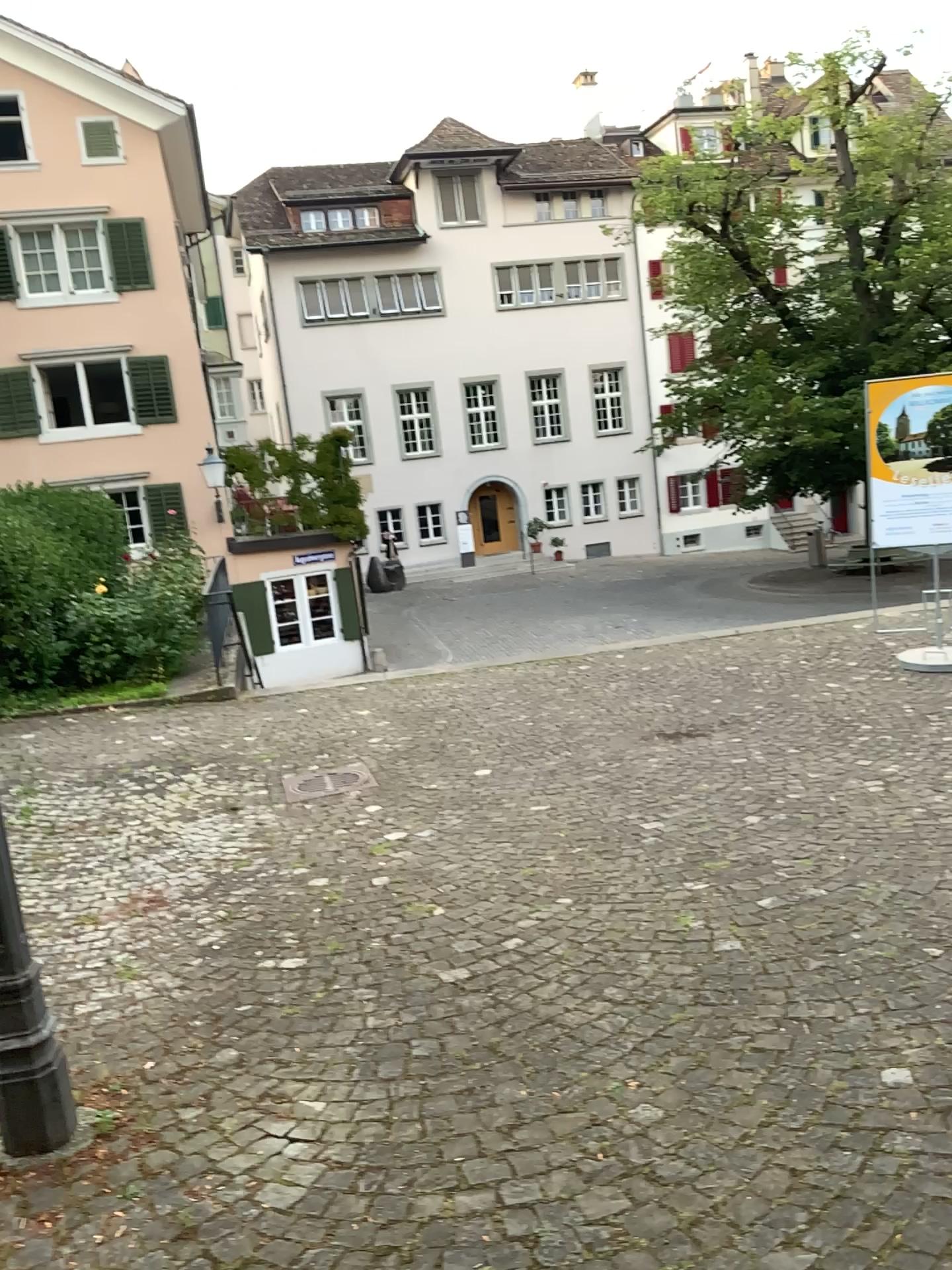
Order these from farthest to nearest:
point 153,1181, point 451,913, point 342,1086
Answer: point 451,913 < point 342,1086 < point 153,1181

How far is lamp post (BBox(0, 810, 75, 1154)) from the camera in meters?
2.8 m

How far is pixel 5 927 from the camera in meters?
2.8 m
